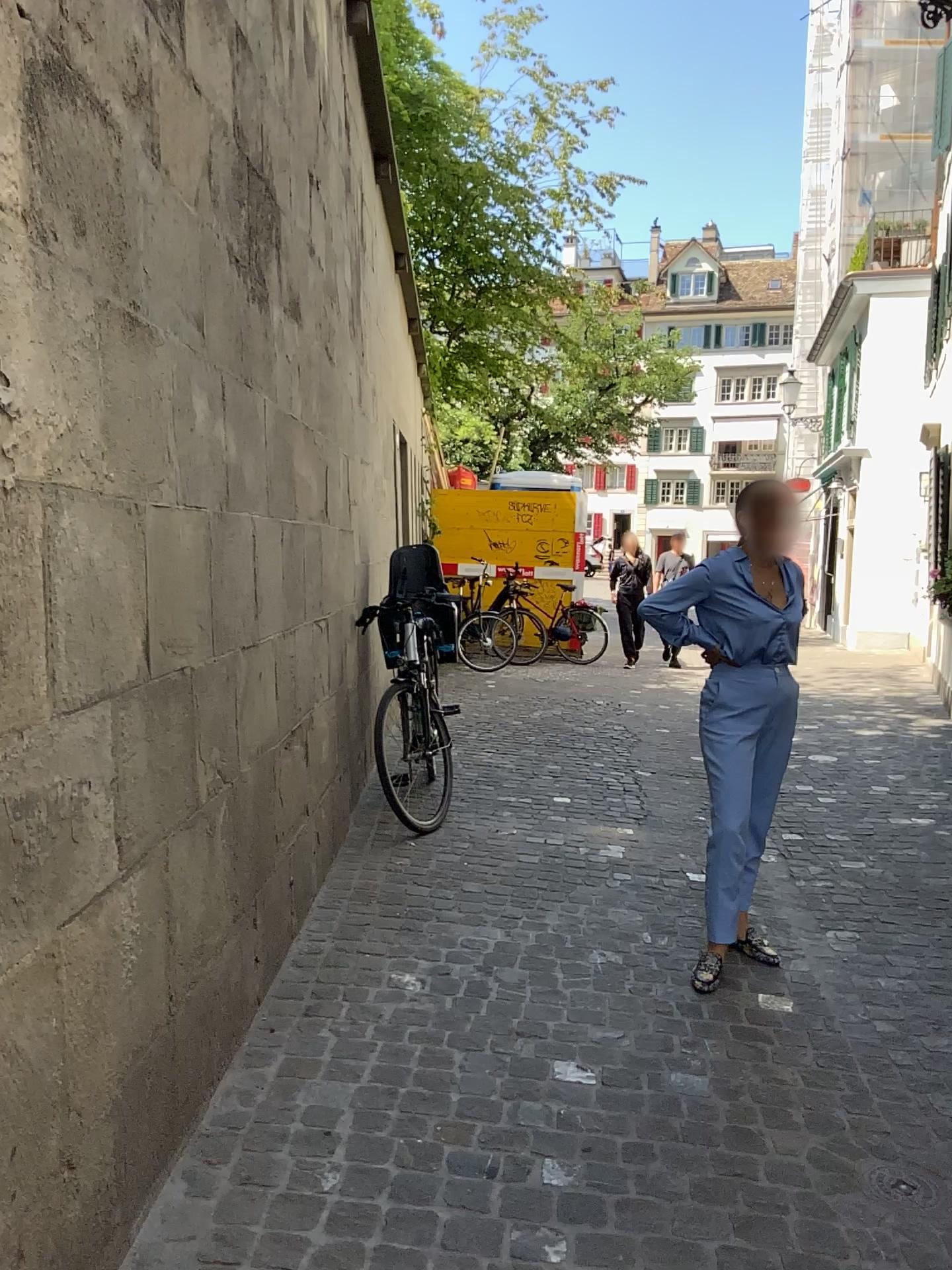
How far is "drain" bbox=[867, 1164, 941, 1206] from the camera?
2.2m

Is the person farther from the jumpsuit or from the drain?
the drain

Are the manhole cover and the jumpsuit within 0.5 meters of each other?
no

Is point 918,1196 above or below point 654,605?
below

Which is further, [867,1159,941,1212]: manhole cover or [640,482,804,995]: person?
[640,482,804,995]: person

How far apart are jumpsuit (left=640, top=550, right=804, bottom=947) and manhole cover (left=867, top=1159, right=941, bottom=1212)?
1.04m

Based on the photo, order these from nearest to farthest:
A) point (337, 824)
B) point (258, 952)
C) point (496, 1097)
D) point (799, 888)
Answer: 1. point (496, 1097)
2. point (258, 952)
3. point (799, 888)
4. point (337, 824)

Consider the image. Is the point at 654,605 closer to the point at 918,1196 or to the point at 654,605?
the point at 654,605

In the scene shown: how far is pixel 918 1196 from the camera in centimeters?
223cm

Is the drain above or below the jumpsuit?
below
